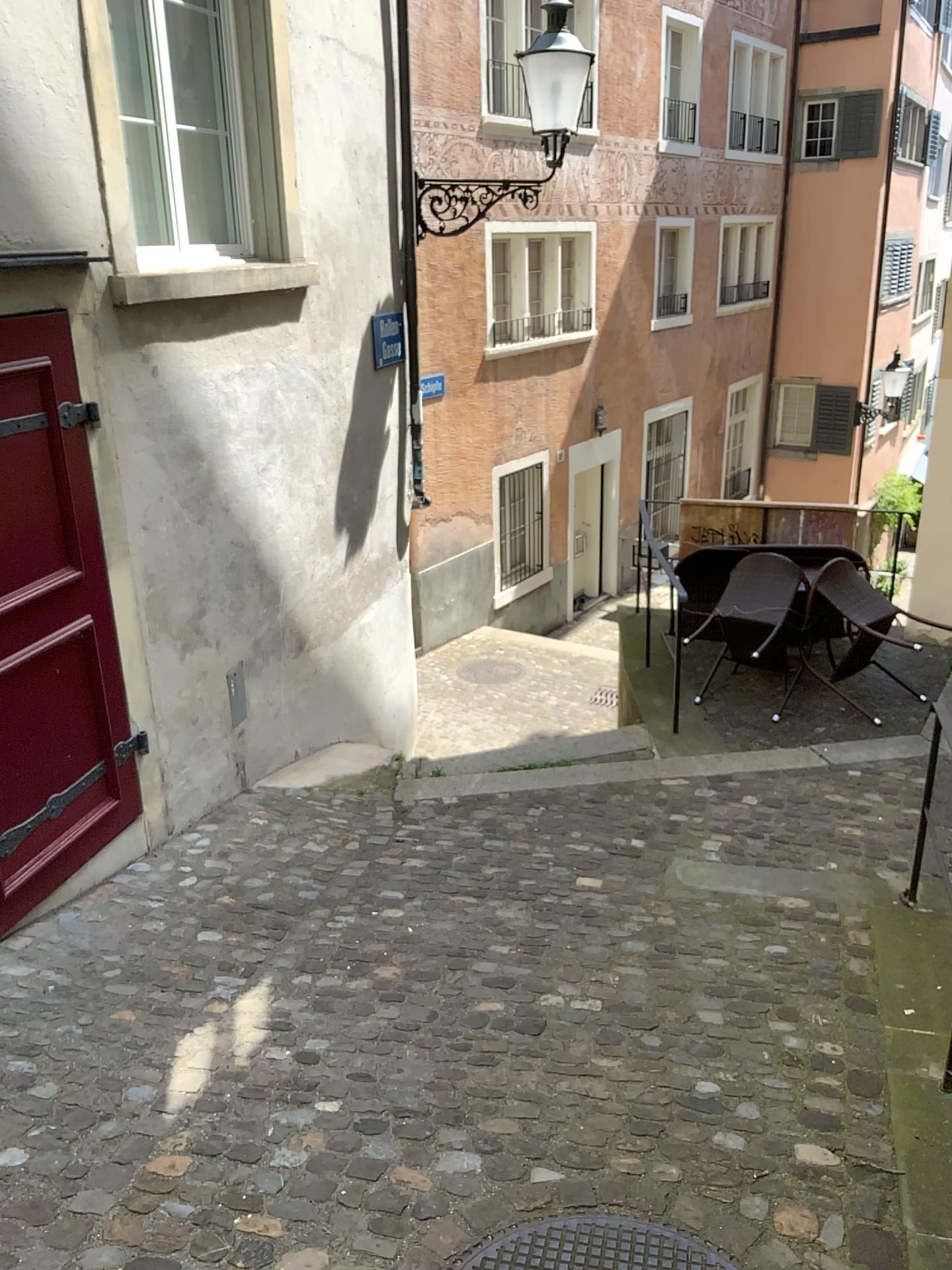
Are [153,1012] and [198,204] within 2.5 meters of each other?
no

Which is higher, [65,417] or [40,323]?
[40,323]

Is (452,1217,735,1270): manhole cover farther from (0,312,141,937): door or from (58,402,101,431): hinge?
(58,402,101,431): hinge

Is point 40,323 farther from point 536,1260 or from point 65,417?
point 536,1260

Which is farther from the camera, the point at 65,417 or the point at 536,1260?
the point at 65,417

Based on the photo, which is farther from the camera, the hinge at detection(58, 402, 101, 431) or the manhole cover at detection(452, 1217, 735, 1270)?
the hinge at detection(58, 402, 101, 431)

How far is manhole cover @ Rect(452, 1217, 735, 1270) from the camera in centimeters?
214cm

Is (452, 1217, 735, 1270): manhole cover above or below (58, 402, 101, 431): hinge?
below

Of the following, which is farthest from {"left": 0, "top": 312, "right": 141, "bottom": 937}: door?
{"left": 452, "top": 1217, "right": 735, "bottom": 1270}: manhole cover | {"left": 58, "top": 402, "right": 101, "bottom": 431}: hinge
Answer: {"left": 452, "top": 1217, "right": 735, "bottom": 1270}: manhole cover
